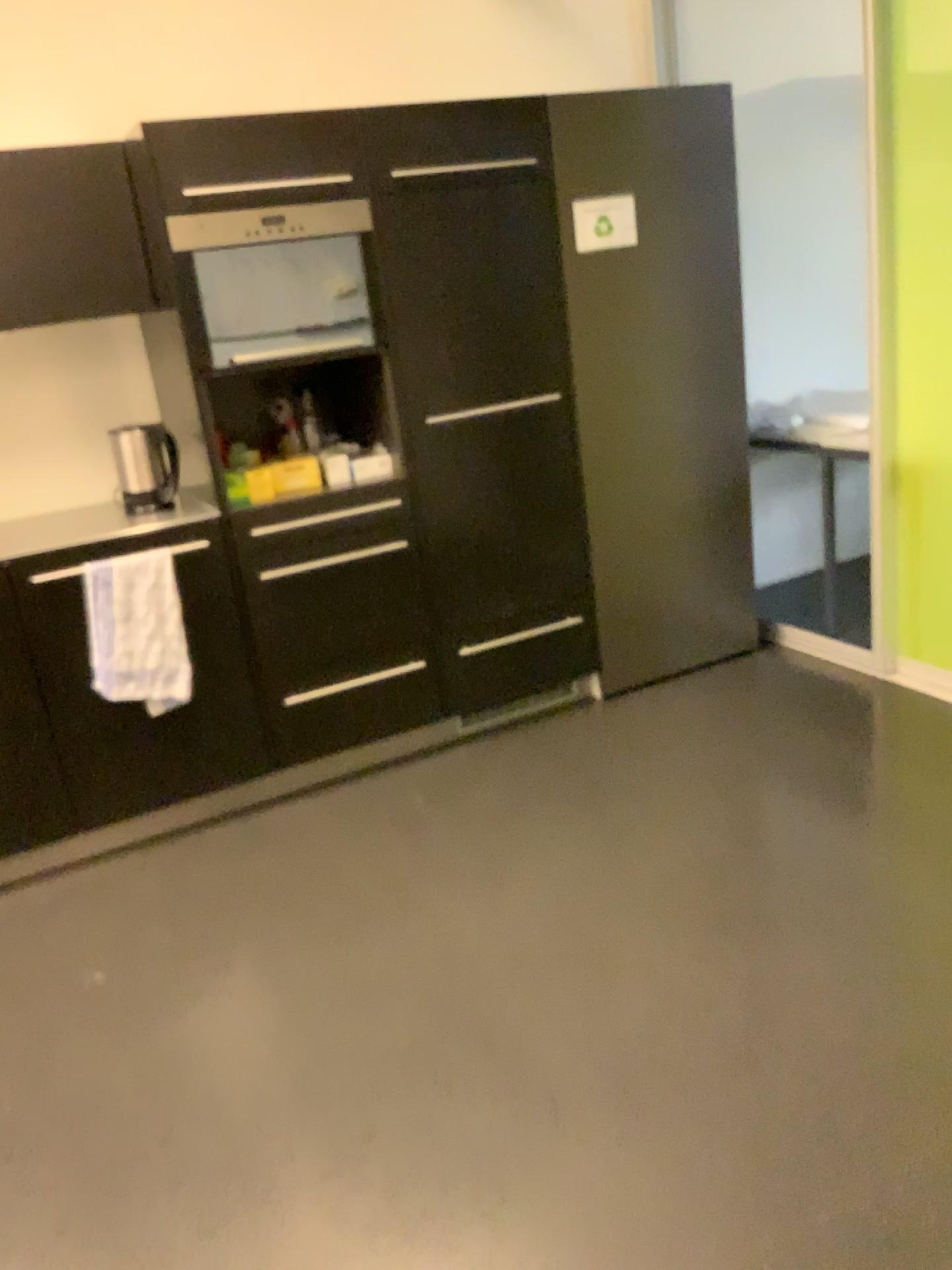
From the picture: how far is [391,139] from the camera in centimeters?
290cm

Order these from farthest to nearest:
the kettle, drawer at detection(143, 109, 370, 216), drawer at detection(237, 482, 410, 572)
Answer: the kettle
drawer at detection(237, 482, 410, 572)
drawer at detection(143, 109, 370, 216)

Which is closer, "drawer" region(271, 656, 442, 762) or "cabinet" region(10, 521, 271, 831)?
"cabinet" region(10, 521, 271, 831)

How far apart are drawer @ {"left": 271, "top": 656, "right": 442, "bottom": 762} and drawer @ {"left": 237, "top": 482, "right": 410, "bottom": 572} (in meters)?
0.40

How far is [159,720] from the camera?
2.97m

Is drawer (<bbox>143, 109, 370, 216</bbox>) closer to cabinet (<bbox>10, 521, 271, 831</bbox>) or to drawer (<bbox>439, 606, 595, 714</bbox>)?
cabinet (<bbox>10, 521, 271, 831</bbox>)

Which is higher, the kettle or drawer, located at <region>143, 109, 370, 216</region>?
drawer, located at <region>143, 109, 370, 216</region>

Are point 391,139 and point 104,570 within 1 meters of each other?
no

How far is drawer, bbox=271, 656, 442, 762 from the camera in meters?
3.2 m

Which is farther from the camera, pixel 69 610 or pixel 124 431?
pixel 124 431
